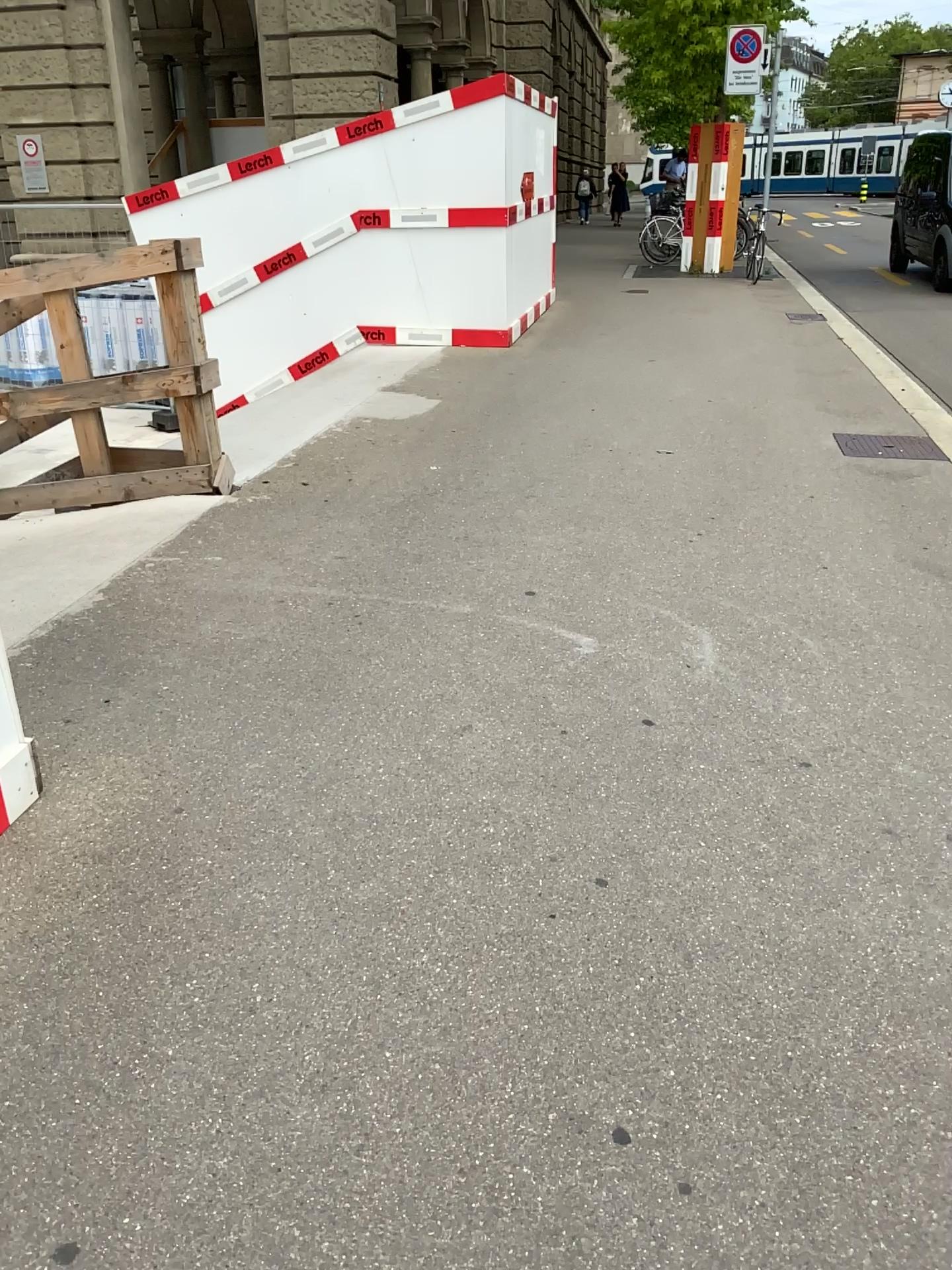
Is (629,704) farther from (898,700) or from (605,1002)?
(605,1002)
